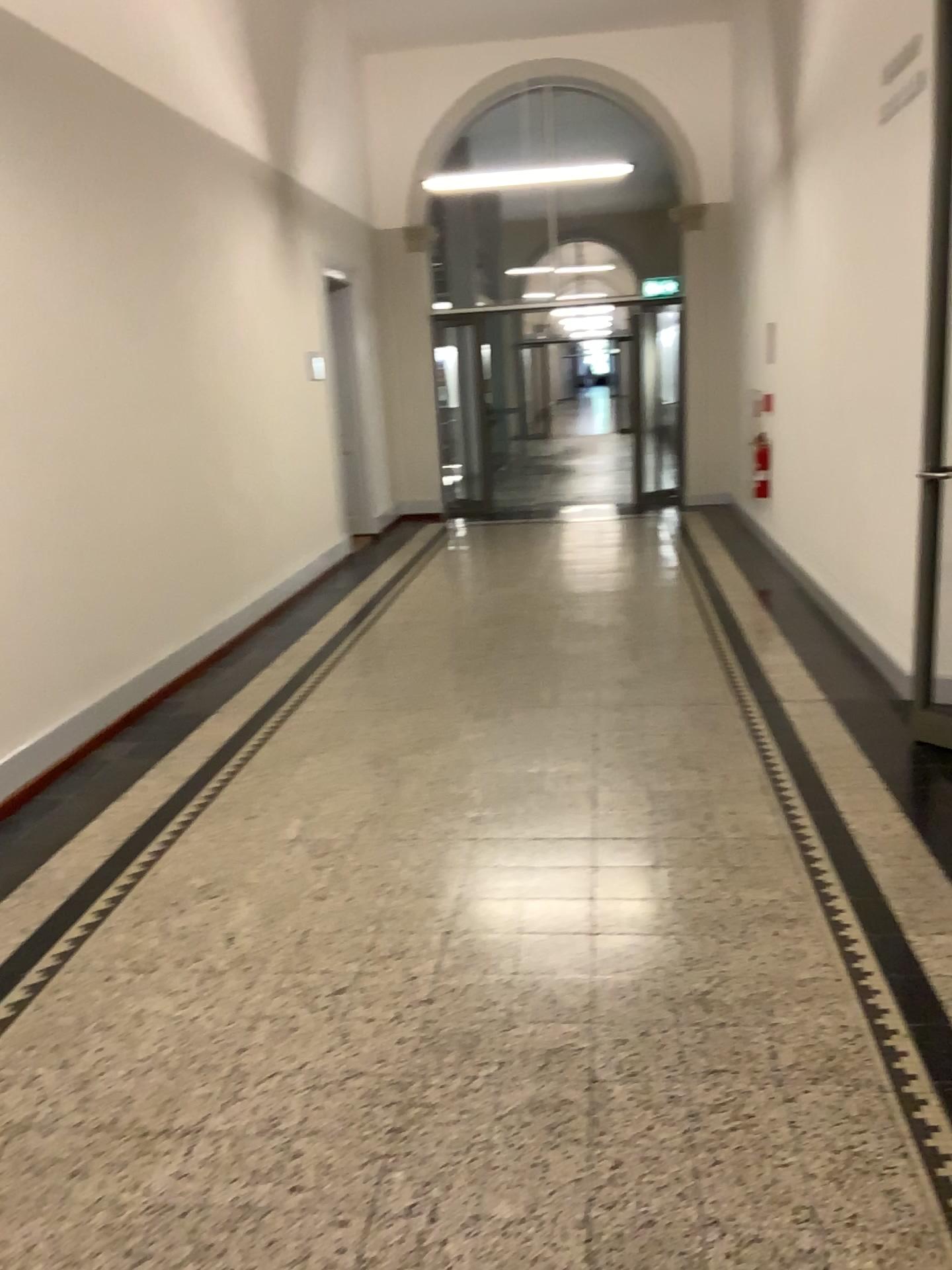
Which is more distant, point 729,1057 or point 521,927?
point 521,927
